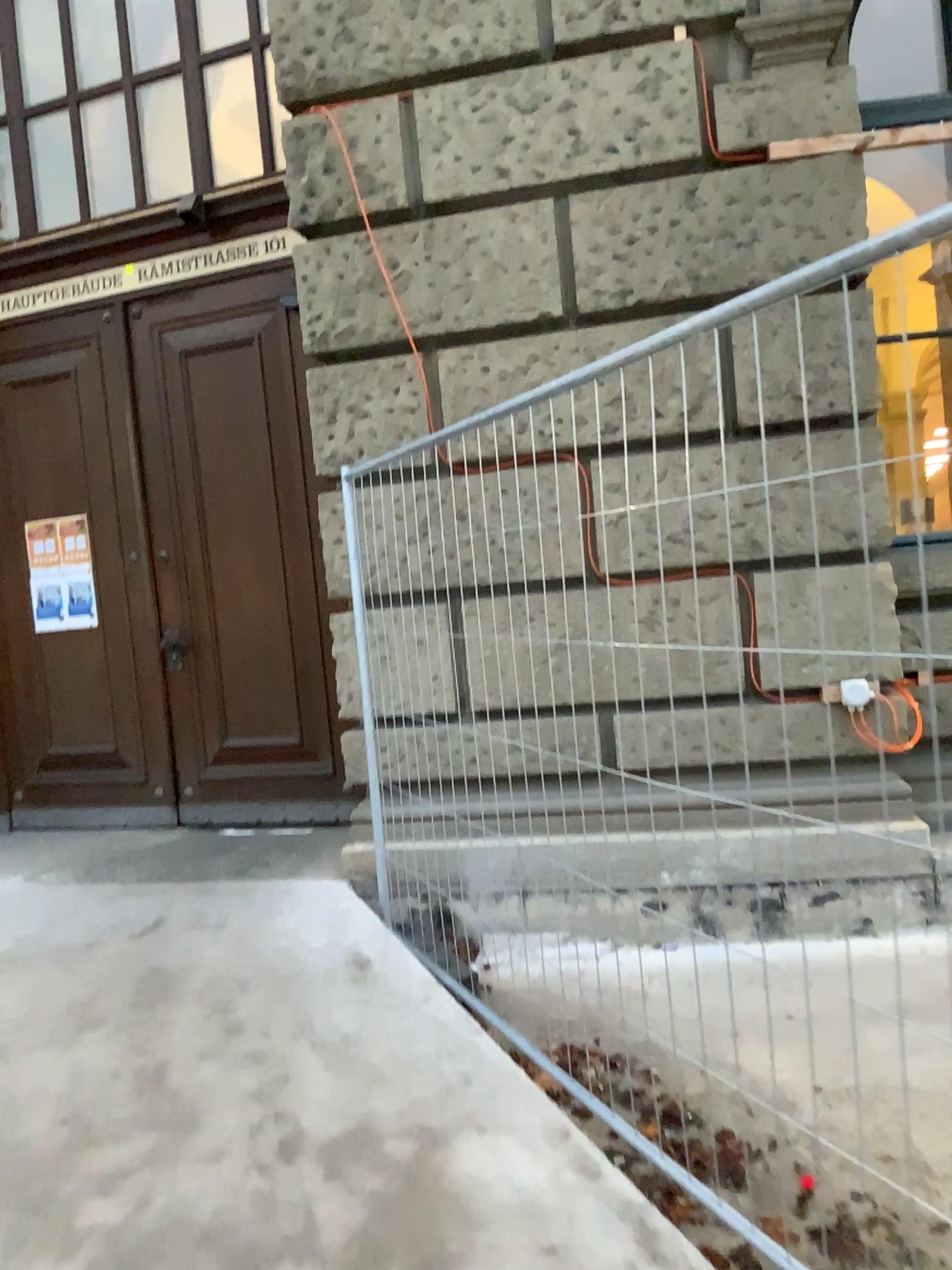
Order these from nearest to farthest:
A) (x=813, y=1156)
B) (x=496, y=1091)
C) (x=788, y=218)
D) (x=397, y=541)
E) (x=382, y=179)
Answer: (x=813, y=1156)
(x=496, y=1091)
(x=397, y=541)
(x=788, y=218)
(x=382, y=179)
